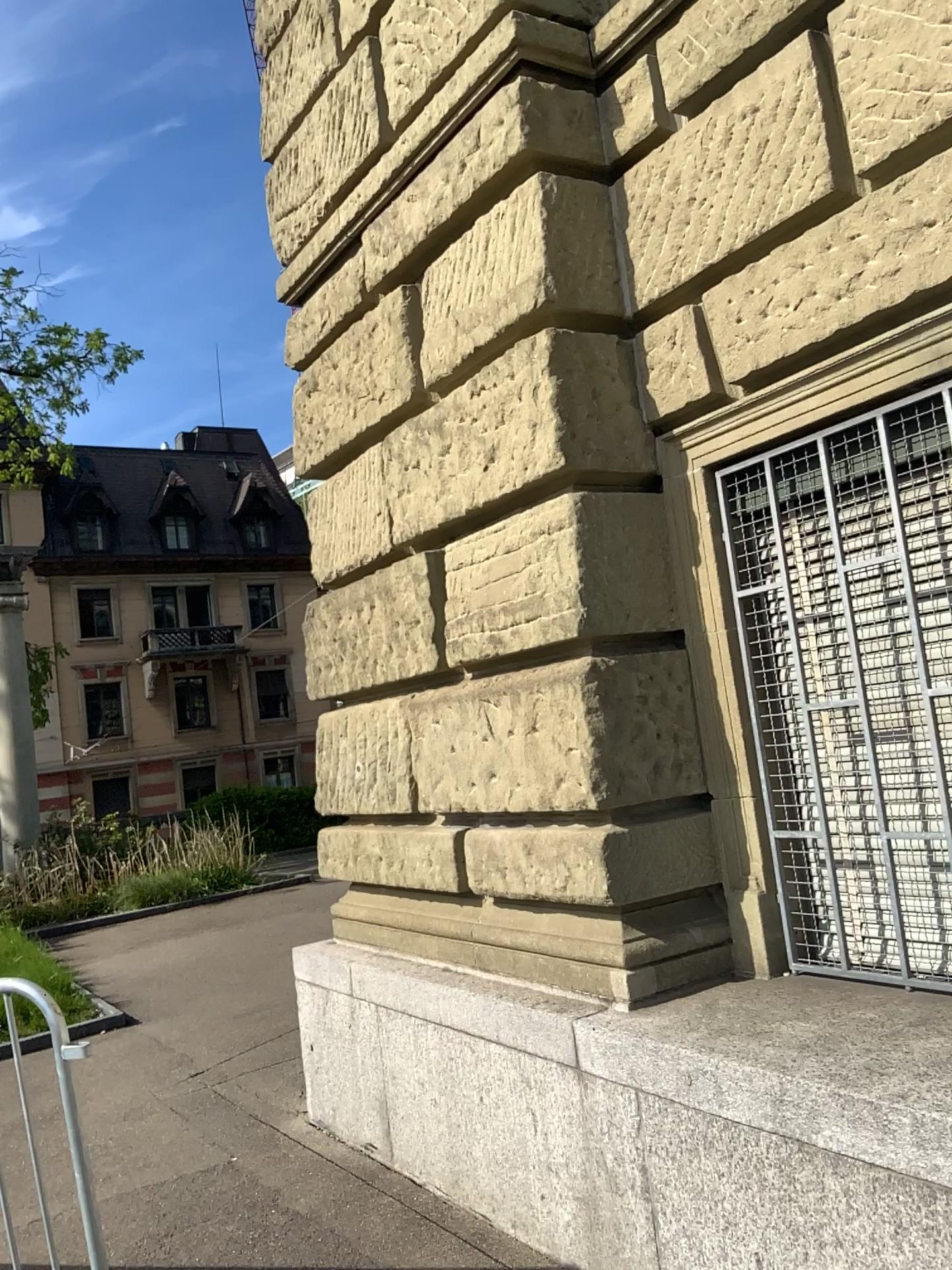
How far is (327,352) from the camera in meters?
4.4 m
